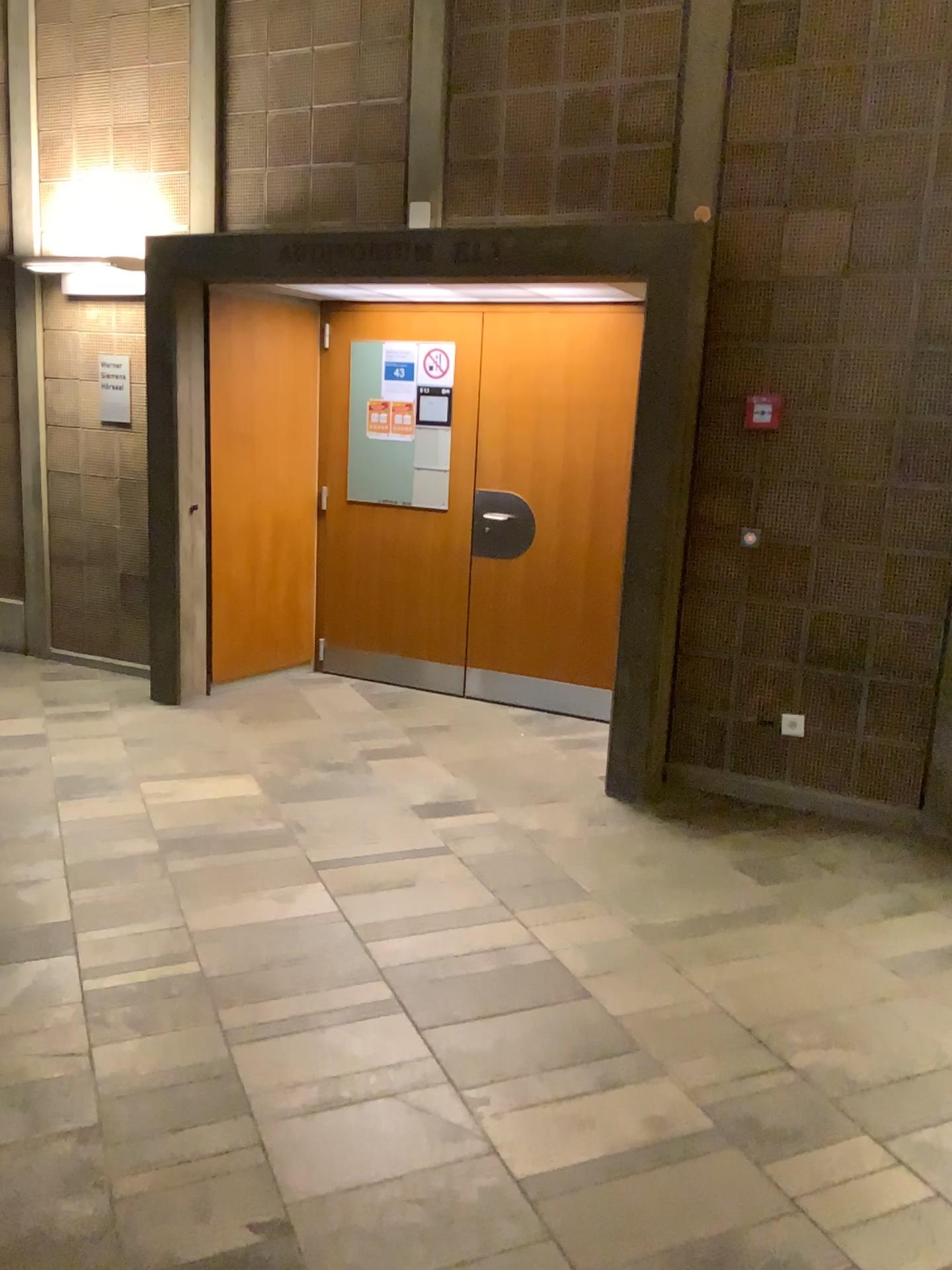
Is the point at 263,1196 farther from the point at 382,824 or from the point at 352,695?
the point at 352,695
